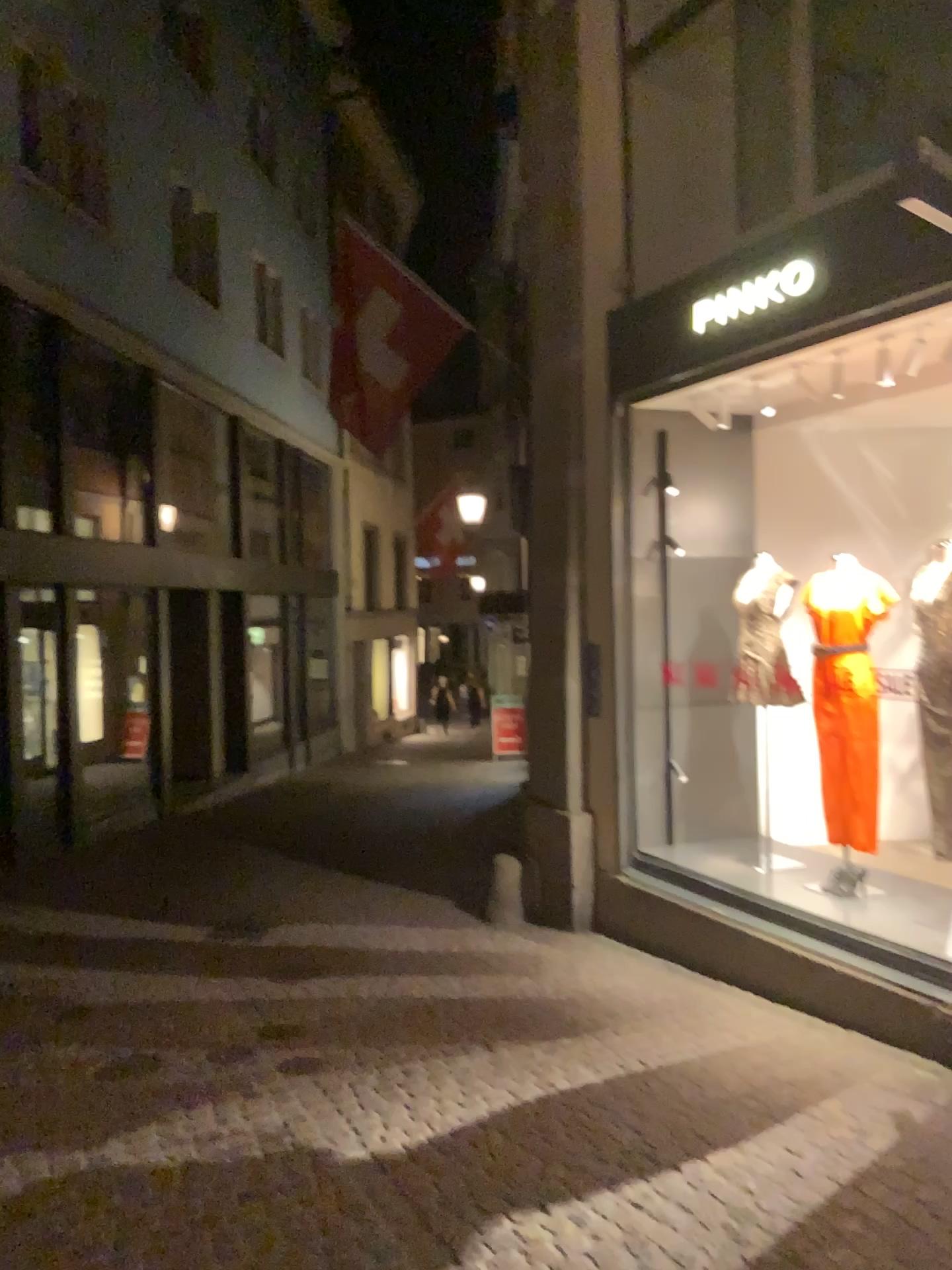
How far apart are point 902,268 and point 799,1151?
3.4 meters
